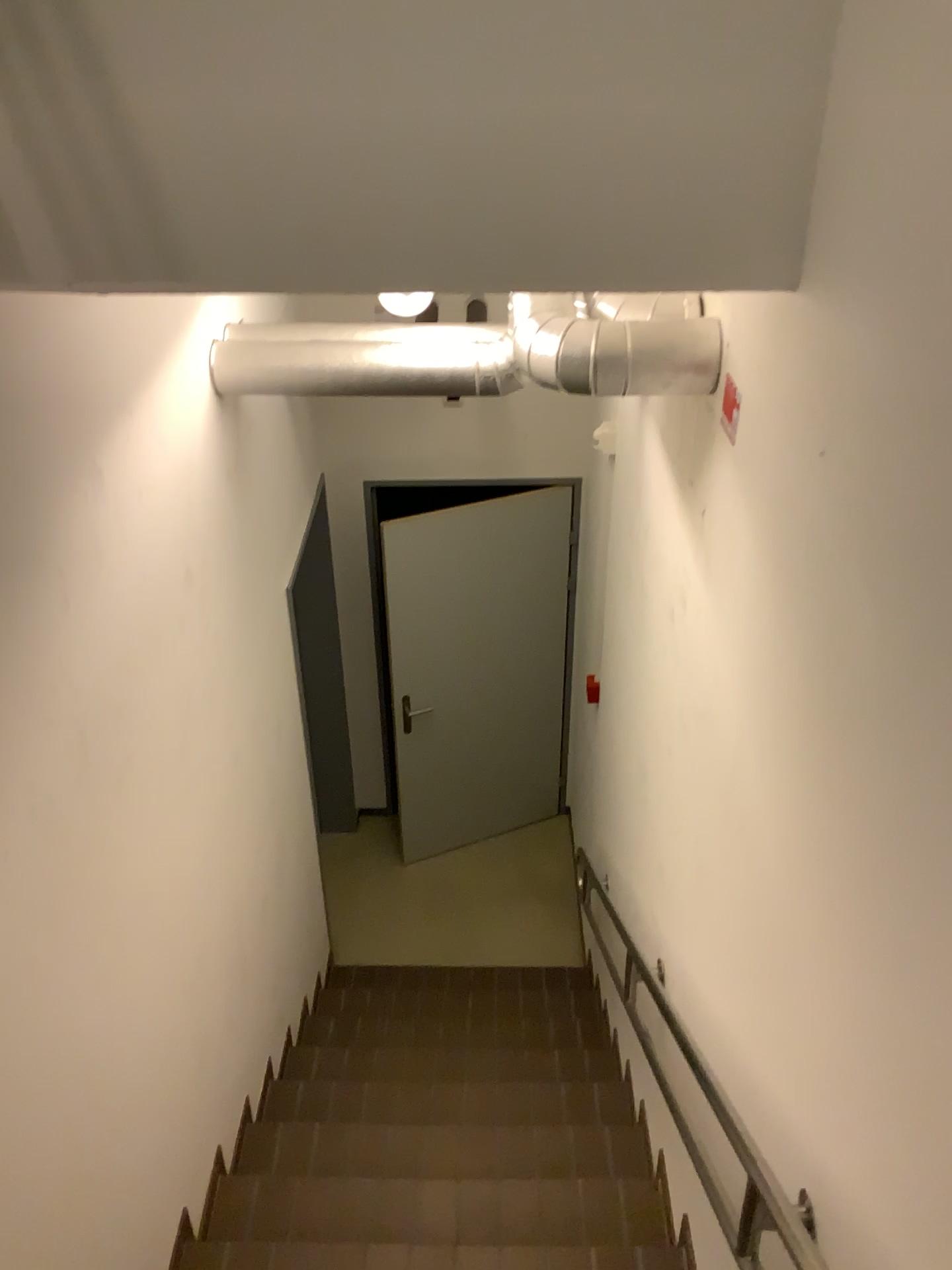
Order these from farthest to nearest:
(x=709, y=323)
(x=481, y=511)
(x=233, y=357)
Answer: (x=481, y=511) < (x=233, y=357) < (x=709, y=323)

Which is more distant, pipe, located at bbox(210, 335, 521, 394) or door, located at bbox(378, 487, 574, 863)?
door, located at bbox(378, 487, 574, 863)

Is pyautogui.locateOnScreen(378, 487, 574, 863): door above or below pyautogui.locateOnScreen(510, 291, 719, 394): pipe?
below

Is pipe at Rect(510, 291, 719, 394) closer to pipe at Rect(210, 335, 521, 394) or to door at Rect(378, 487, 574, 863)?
pipe at Rect(210, 335, 521, 394)

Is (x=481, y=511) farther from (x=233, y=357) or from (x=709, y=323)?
(x=709, y=323)

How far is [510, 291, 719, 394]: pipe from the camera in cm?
206

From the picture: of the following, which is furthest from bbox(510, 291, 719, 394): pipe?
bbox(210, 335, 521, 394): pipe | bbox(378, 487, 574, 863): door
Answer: bbox(378, 487, 574, 863): door

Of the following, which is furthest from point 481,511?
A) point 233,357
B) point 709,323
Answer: point 709,323

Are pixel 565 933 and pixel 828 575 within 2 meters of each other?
no

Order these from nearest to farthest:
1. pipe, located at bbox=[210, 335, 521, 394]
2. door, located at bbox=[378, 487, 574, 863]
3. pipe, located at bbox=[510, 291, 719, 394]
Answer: pipe, located at bbox=[510, 291, 719, 394]
pipe, located at bbox=[210, 335, 521, 394]
door, located at bbox=[378, 487, 574, 863]
